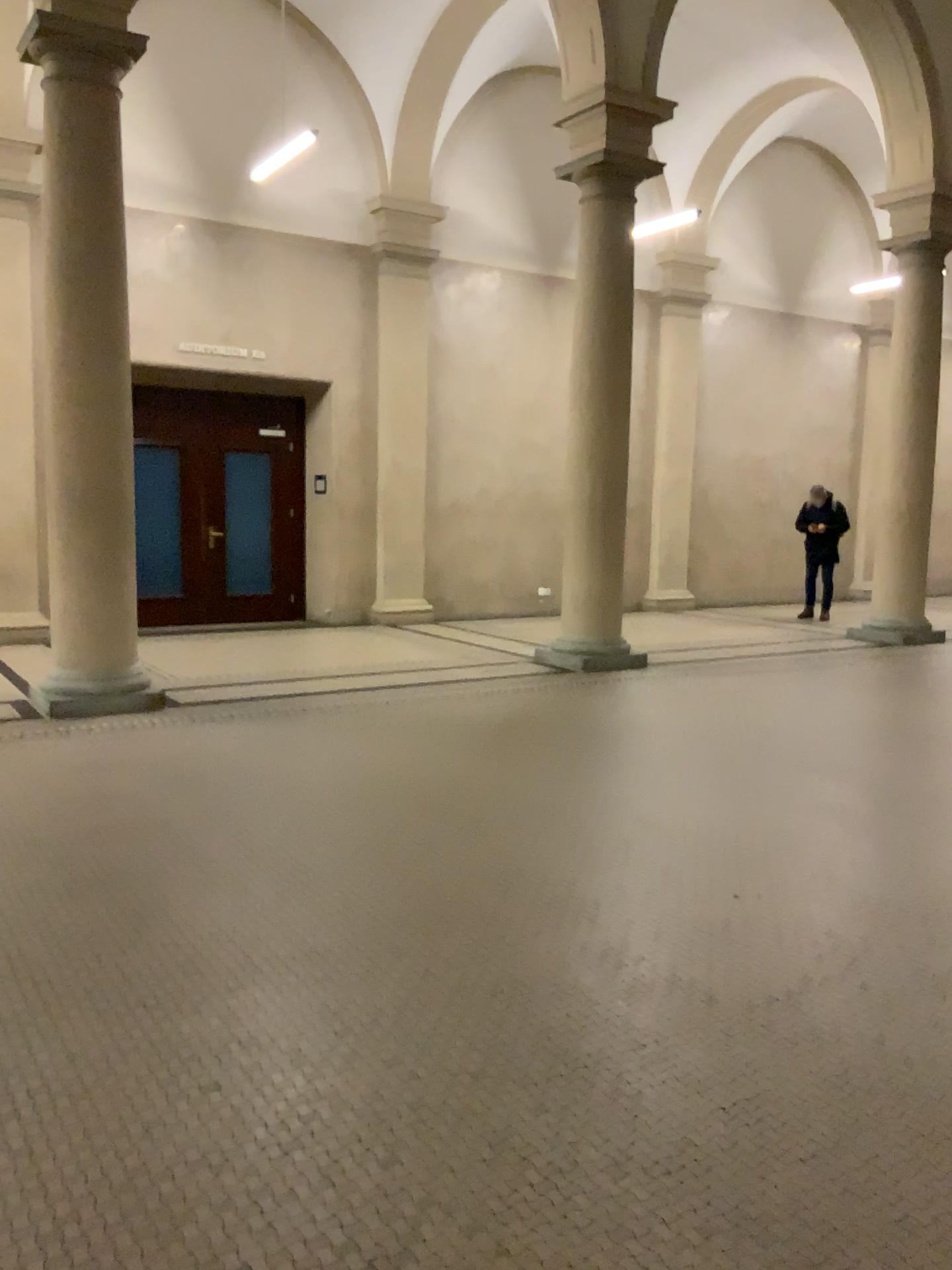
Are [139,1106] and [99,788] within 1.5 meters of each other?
no
